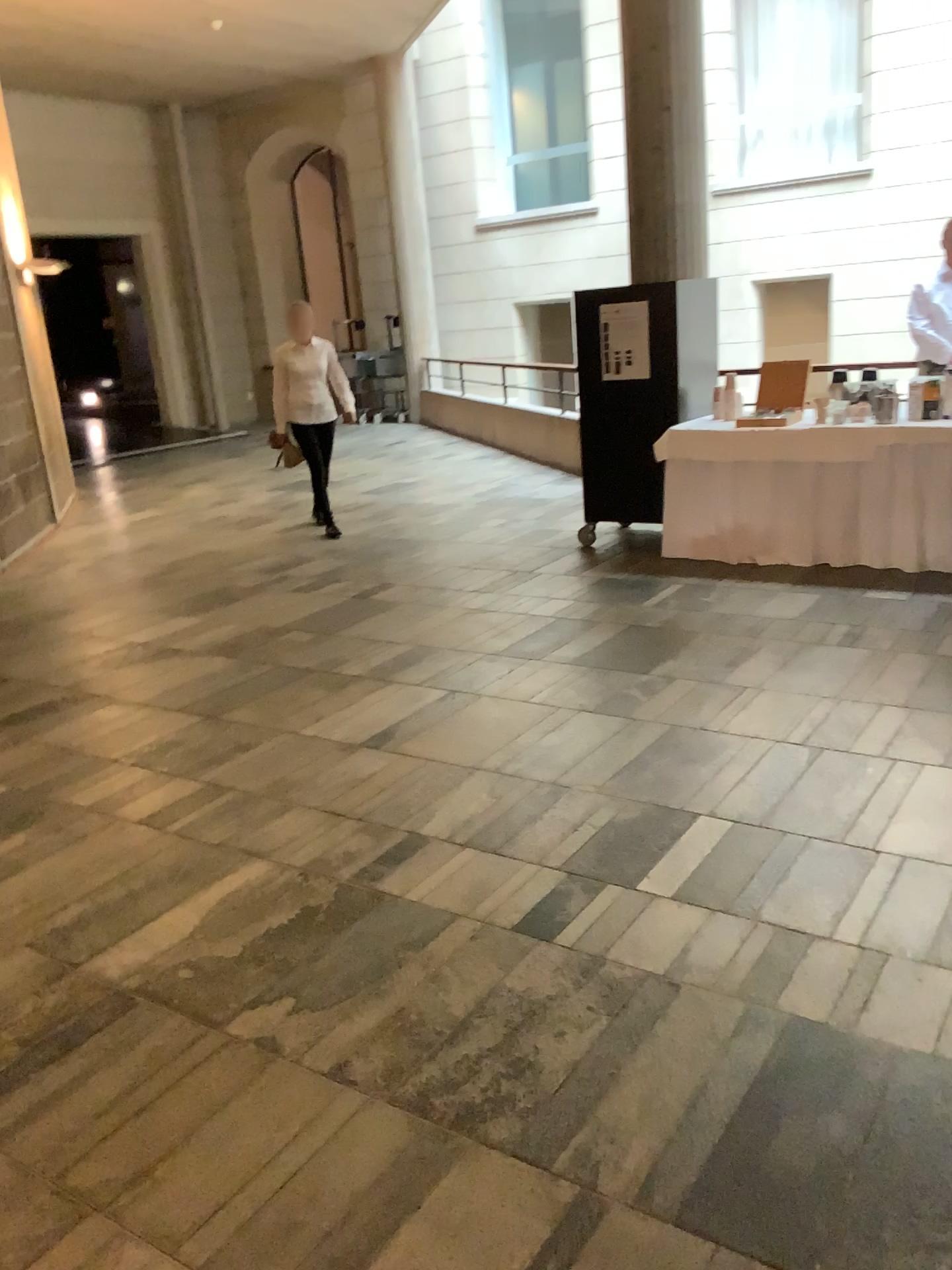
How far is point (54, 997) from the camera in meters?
2.5
